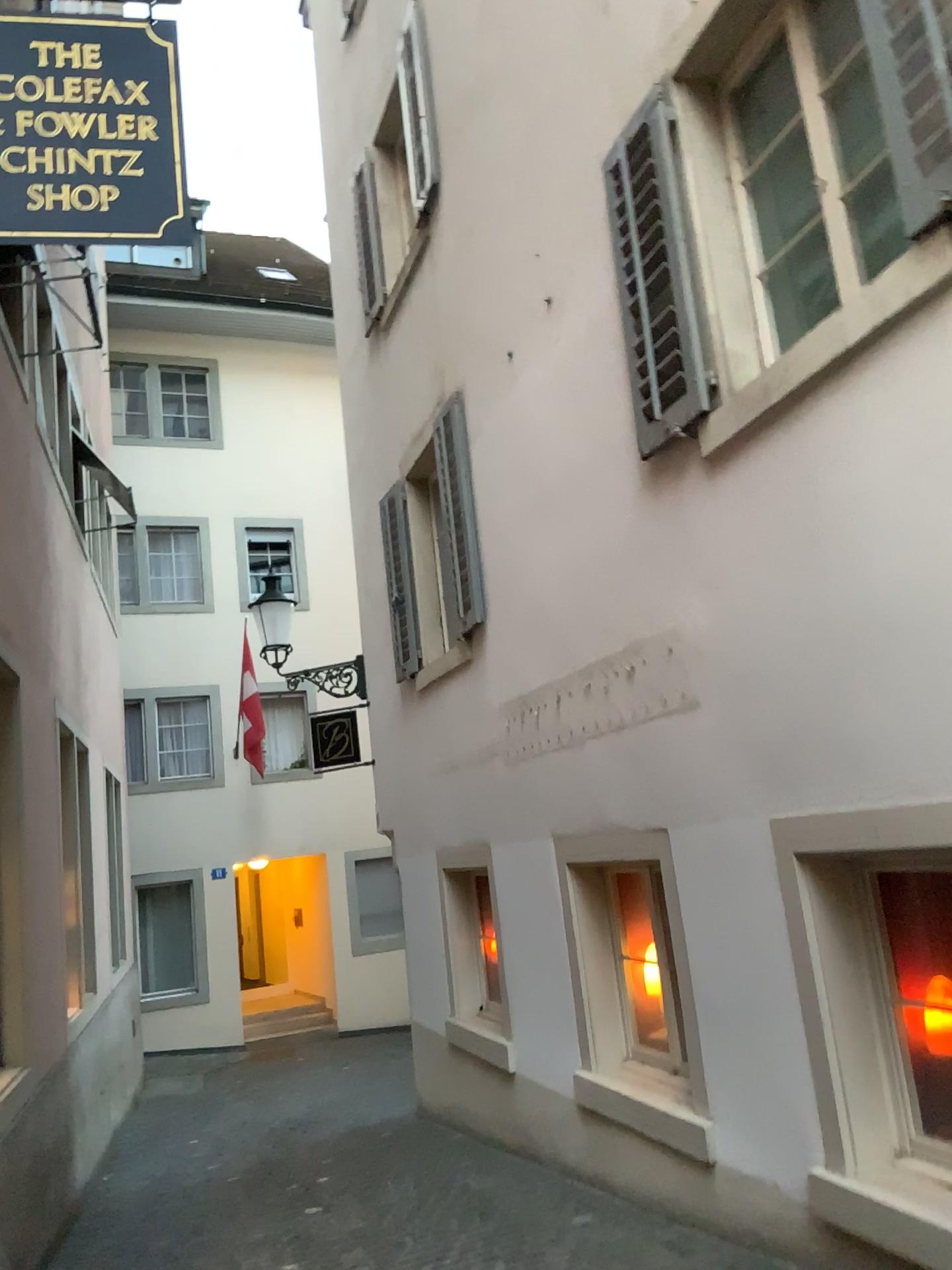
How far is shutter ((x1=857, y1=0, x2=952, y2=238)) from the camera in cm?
281

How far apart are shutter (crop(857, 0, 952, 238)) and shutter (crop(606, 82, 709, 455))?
1.1m

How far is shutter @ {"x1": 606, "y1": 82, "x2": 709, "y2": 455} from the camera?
4.10m

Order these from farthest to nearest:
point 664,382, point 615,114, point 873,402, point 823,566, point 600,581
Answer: point 600,581 → point 615,114 → point 664,382 → point 823,566 → point 873,402

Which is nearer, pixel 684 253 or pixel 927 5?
pixel 927 5

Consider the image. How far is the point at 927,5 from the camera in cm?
281

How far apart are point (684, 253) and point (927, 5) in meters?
1.4

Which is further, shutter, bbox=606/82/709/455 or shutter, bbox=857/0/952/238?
shutter, bbox=606/82/709/455
